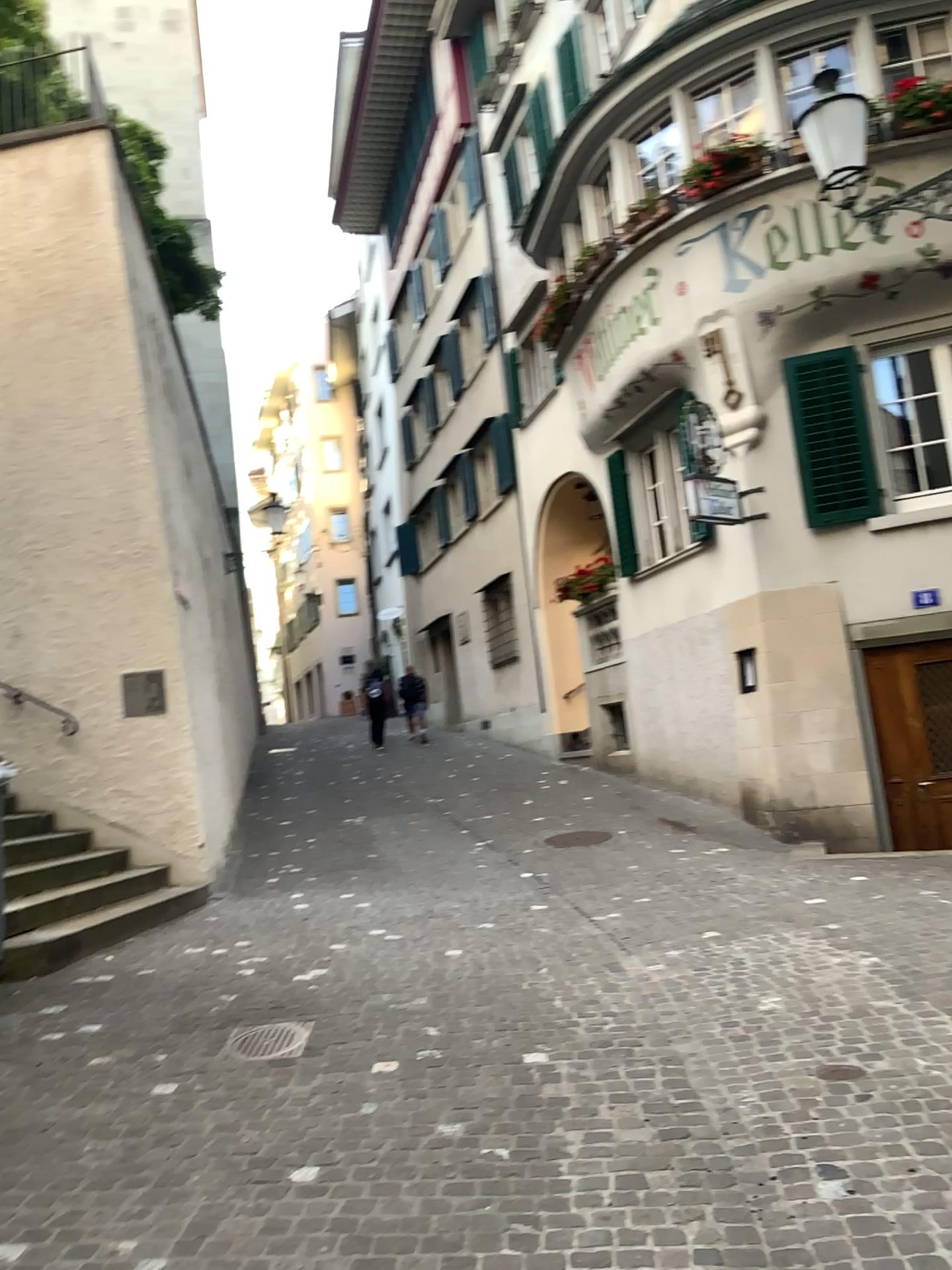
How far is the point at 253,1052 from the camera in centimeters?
Result: 434cm

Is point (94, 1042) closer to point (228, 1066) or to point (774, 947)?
point (228, 1066)

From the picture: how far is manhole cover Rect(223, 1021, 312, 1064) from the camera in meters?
4.3
